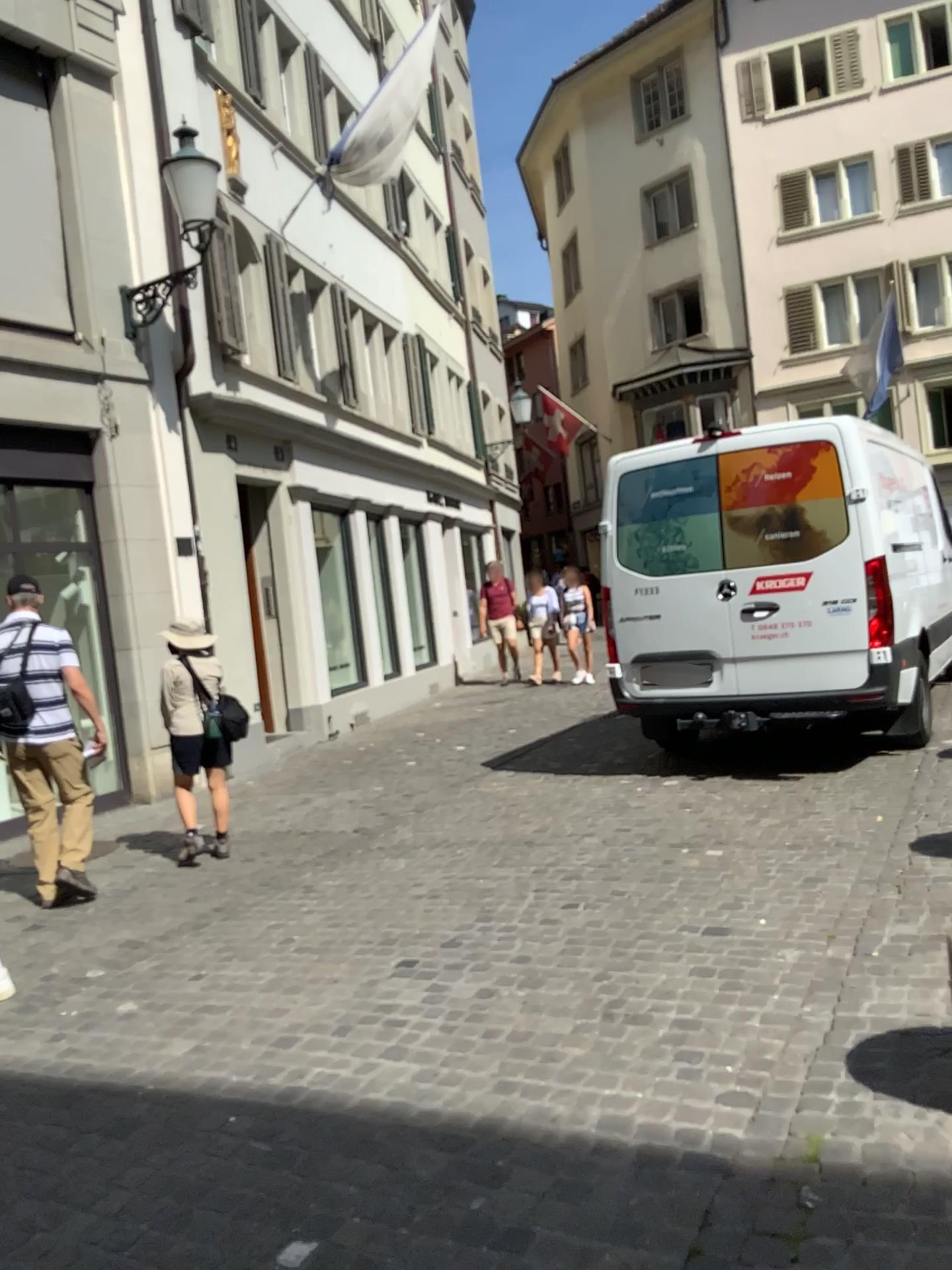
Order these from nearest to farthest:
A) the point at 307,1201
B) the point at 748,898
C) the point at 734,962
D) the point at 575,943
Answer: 1. the point at 307,1201
2. the point at 734,962
3. the point at 575,943
4. the point at 748,898
